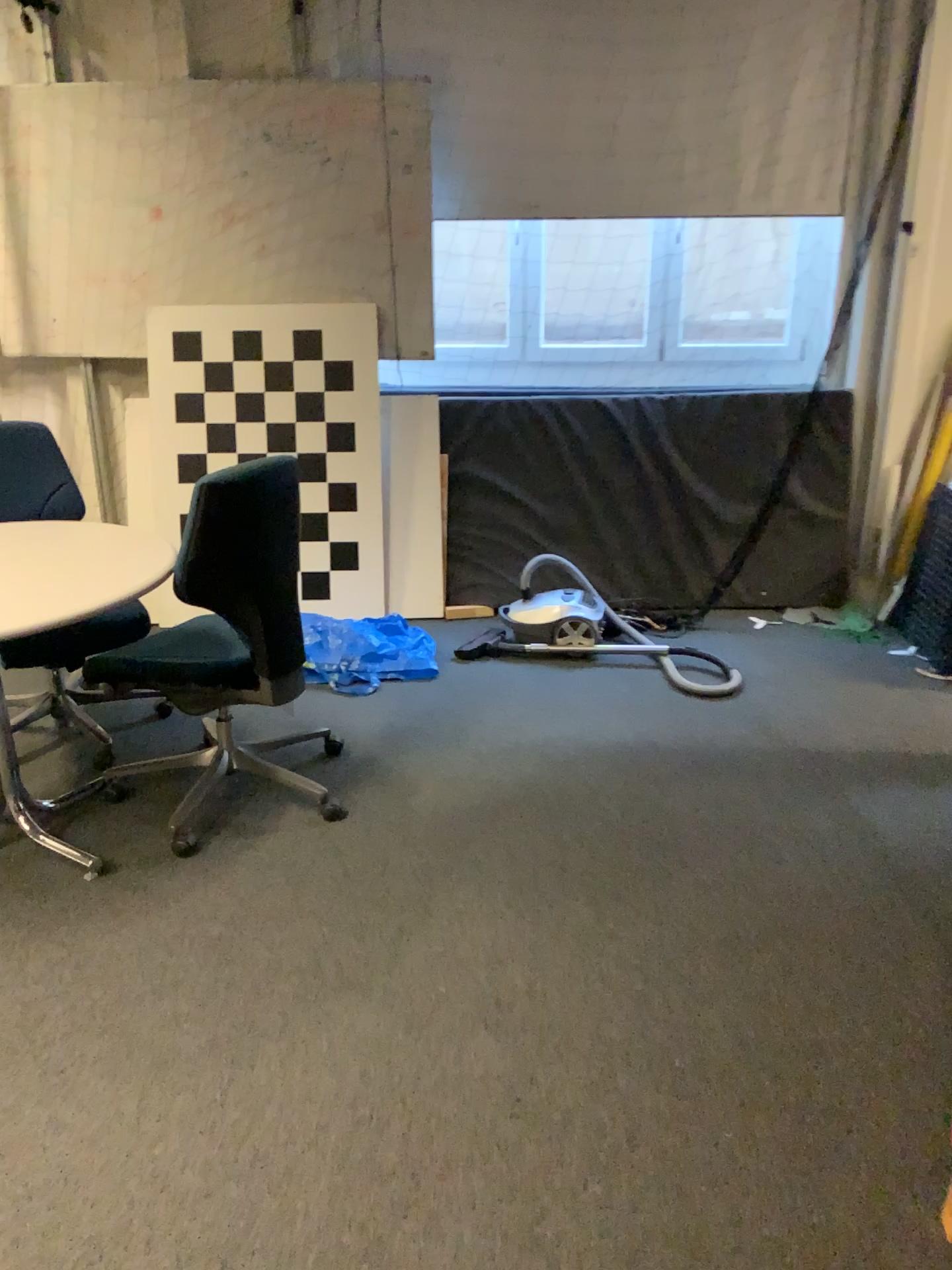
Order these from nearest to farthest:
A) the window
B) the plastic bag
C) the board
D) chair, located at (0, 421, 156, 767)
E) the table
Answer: the table
chair, located at (0, 421, 156, 767)
the plastic bag
the board
the window

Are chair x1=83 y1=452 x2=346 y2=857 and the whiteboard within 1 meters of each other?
no

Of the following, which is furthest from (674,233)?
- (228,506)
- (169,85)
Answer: (228,506)

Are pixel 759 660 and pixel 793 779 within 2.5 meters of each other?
yes

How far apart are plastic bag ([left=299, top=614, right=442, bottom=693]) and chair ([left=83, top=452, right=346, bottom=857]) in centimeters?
70cm

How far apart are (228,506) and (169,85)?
2.4 meters

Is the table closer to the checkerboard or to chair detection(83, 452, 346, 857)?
chair detection(83, 452, 346, 857)

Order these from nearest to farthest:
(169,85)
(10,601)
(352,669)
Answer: (10,601)
(352,669)
(169,85)

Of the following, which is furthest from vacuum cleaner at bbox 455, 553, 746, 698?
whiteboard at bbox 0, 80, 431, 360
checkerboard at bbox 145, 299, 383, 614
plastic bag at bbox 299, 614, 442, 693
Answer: whiteboard at bbox 0, 80, 431, 360

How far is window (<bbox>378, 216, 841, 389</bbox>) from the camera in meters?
4.6 m
